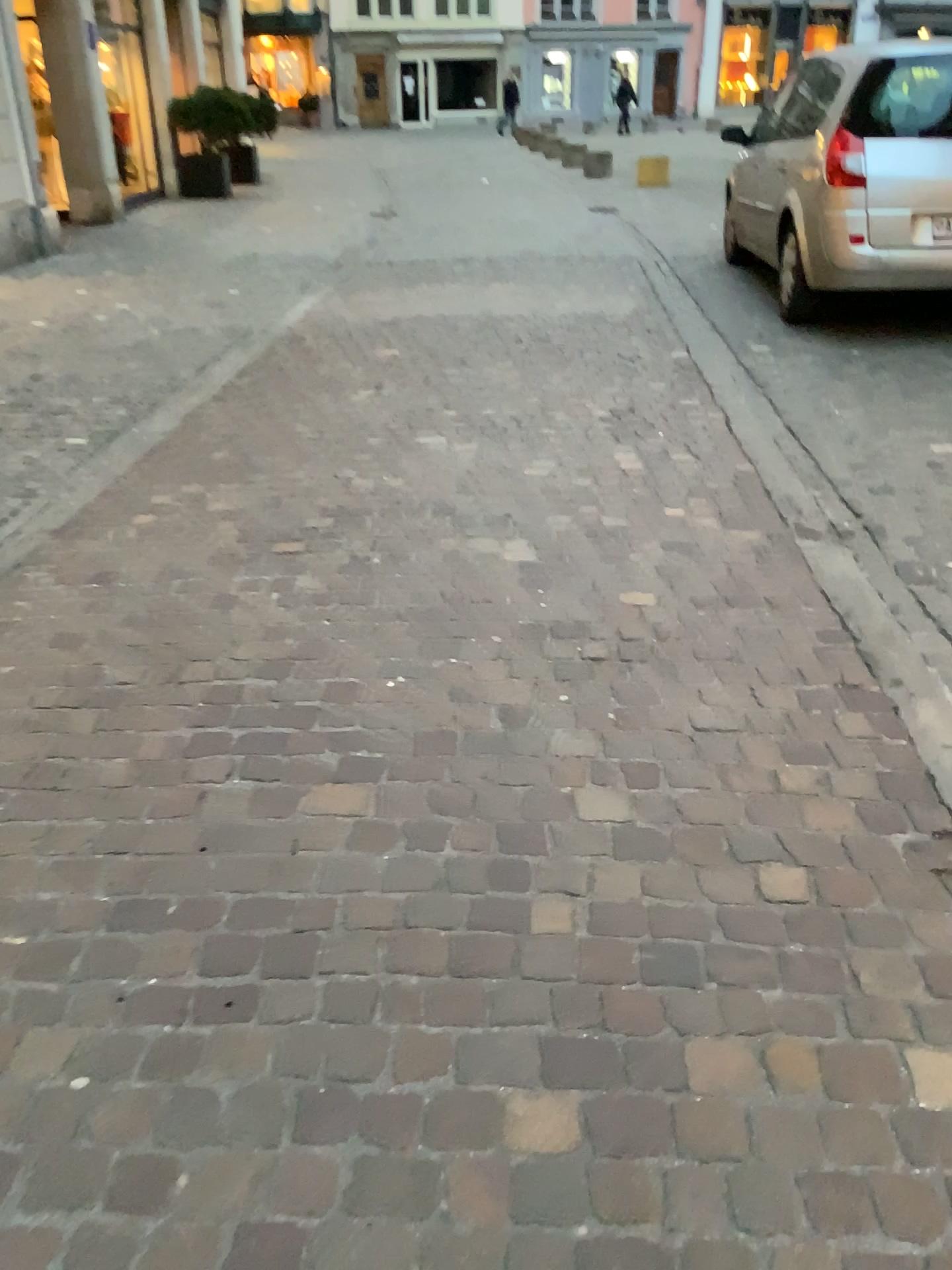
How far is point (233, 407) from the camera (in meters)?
5.10
